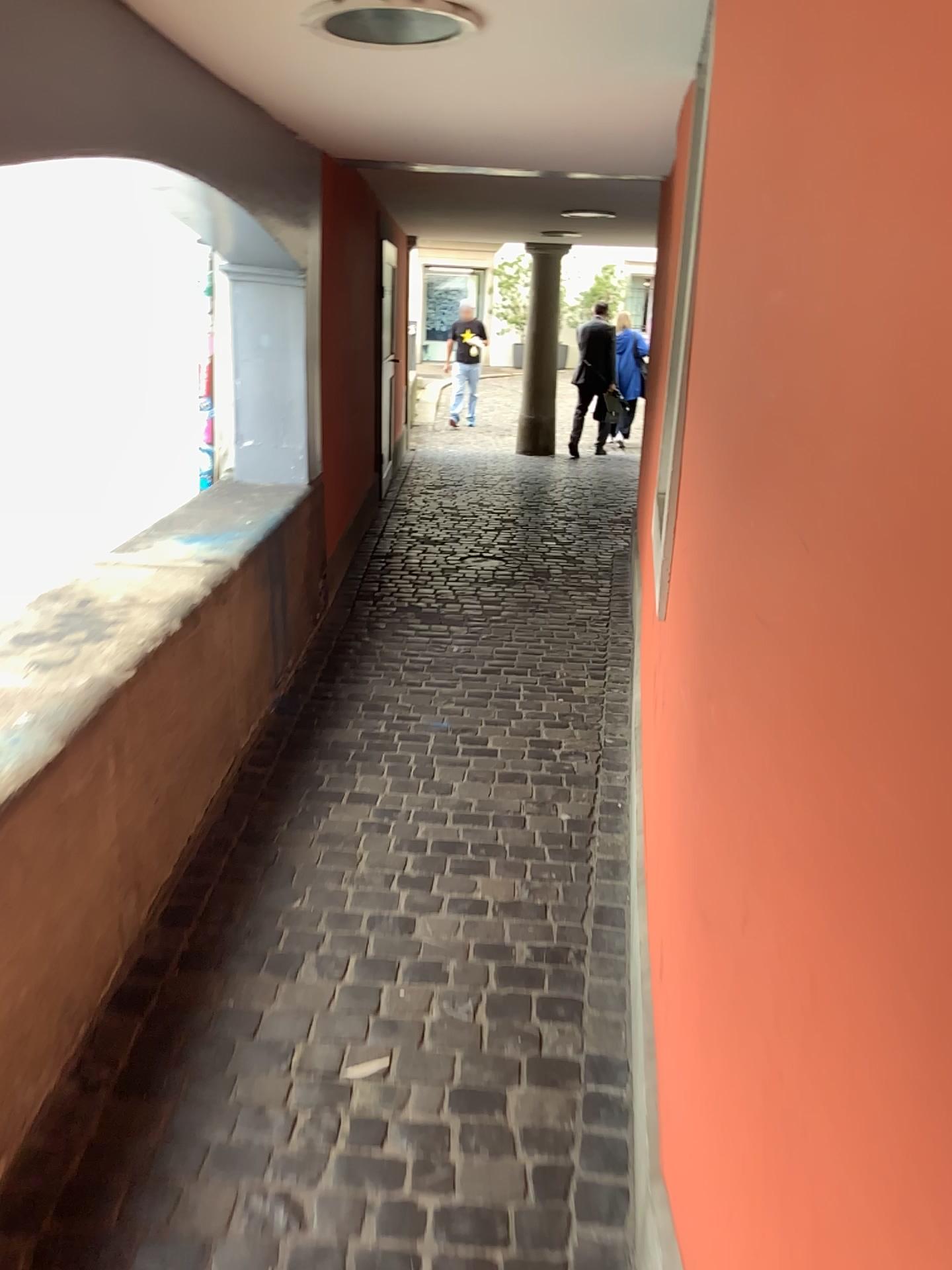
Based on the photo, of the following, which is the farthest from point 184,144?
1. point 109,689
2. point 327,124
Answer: point 109,689
